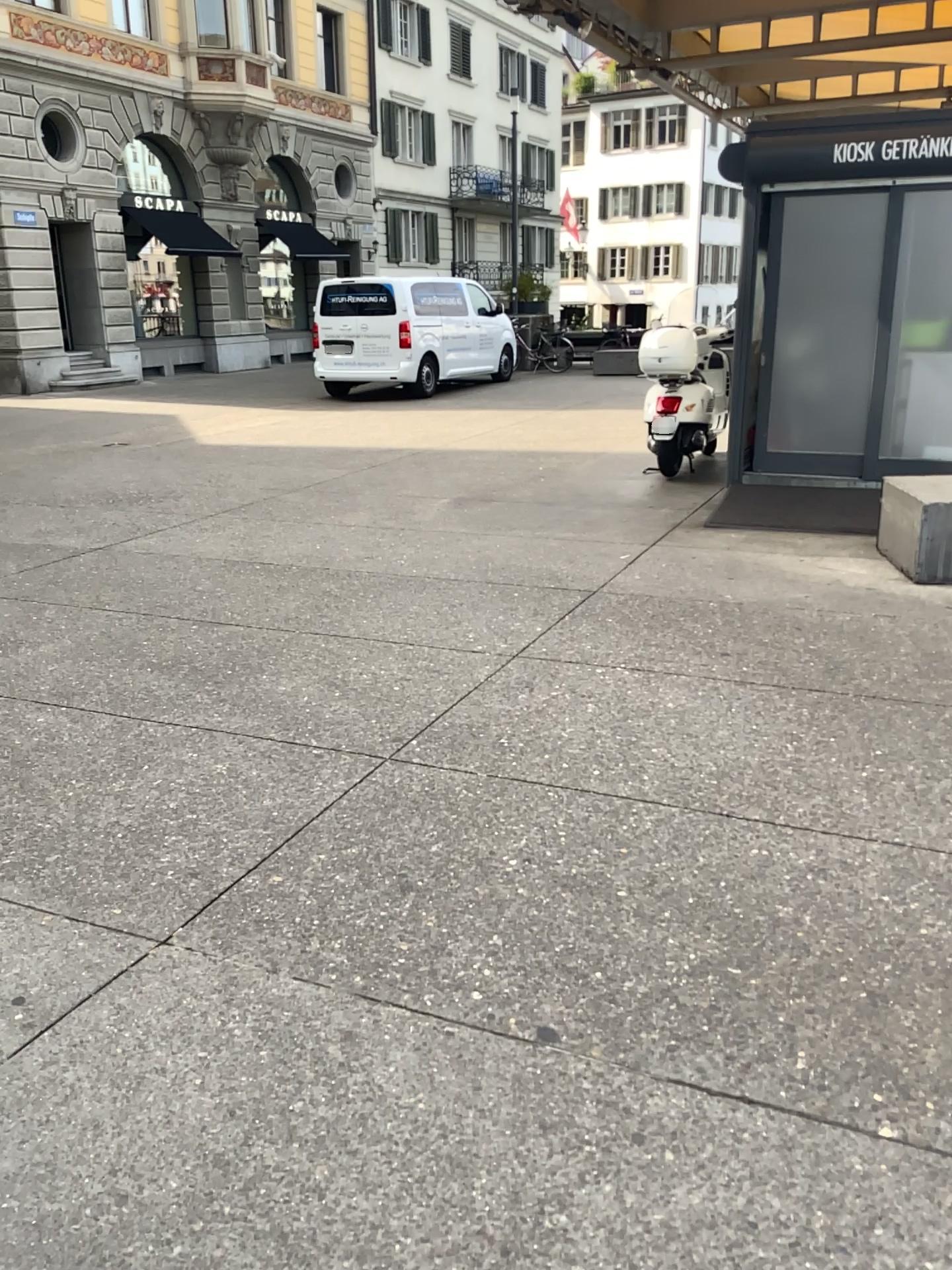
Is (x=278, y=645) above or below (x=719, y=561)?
below
